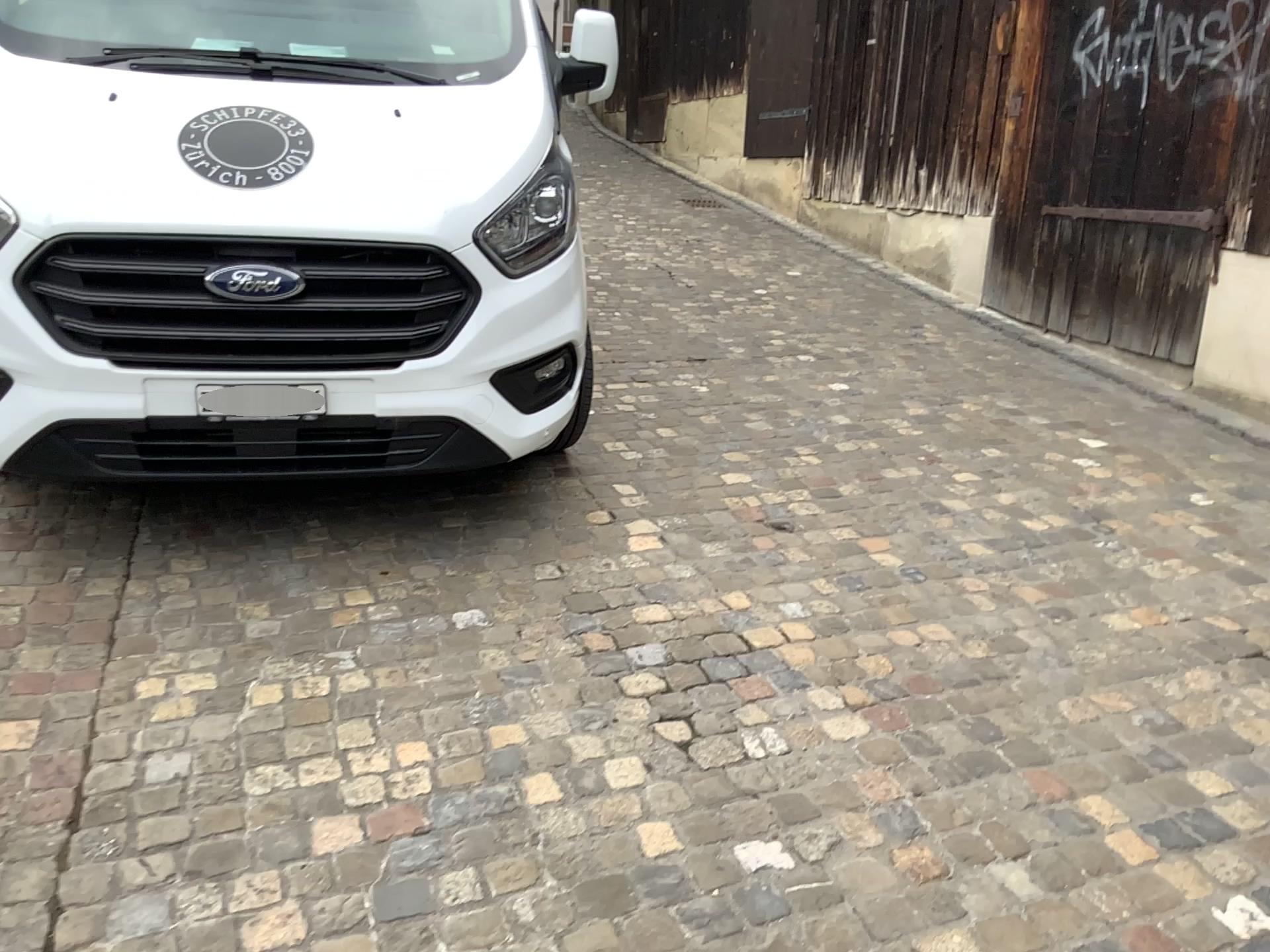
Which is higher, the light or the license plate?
the light

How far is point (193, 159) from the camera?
2.6 meters

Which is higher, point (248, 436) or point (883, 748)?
point (248, 436)

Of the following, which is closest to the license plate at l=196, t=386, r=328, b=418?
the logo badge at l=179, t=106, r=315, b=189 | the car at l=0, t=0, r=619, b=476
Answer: the car at l=0, t=0, r=619, b=476

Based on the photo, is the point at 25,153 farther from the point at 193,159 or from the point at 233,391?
the point at 233,391

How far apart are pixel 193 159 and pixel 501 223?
0.8 meters

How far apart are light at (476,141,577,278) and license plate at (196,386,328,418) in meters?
0.6 m

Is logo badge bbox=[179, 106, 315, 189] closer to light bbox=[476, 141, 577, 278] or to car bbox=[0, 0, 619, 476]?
car bbox=[0, 0, 619, 476]

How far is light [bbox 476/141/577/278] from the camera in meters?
2.8 m

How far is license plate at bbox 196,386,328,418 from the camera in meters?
2.7 m
